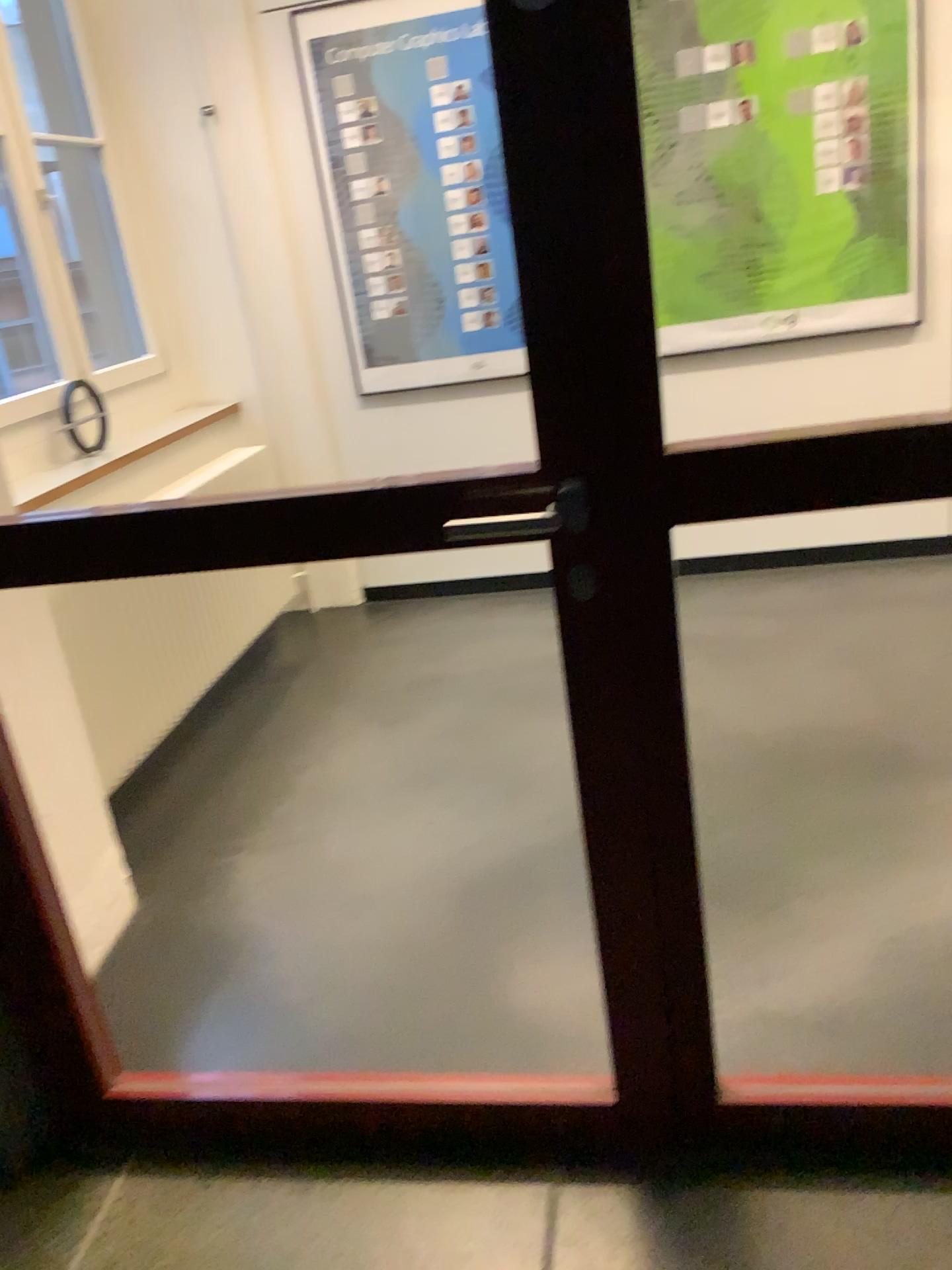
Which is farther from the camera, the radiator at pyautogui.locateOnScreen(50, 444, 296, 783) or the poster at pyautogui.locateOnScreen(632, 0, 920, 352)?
the poster at pyautogui.locateOnScreen(632, 0, 920, 352)

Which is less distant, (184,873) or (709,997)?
(709,997)

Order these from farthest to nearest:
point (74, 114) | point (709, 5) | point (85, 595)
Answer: point (74, 114), point (709, 5), point (85, 595)

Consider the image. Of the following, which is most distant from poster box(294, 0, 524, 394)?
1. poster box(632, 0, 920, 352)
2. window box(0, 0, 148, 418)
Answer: window box(0, 0, 148, 418)

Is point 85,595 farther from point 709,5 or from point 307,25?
point 709,5

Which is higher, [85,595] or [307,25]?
A: [307,25]

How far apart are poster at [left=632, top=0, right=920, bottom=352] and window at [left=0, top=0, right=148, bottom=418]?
1.92m

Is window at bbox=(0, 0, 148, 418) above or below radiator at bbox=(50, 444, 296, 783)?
above

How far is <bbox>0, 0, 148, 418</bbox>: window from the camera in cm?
376

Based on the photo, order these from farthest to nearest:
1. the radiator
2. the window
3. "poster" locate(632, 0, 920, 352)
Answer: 1. the window
2. "poster" locate(632, 0, 920, 352)
3. the radiator
